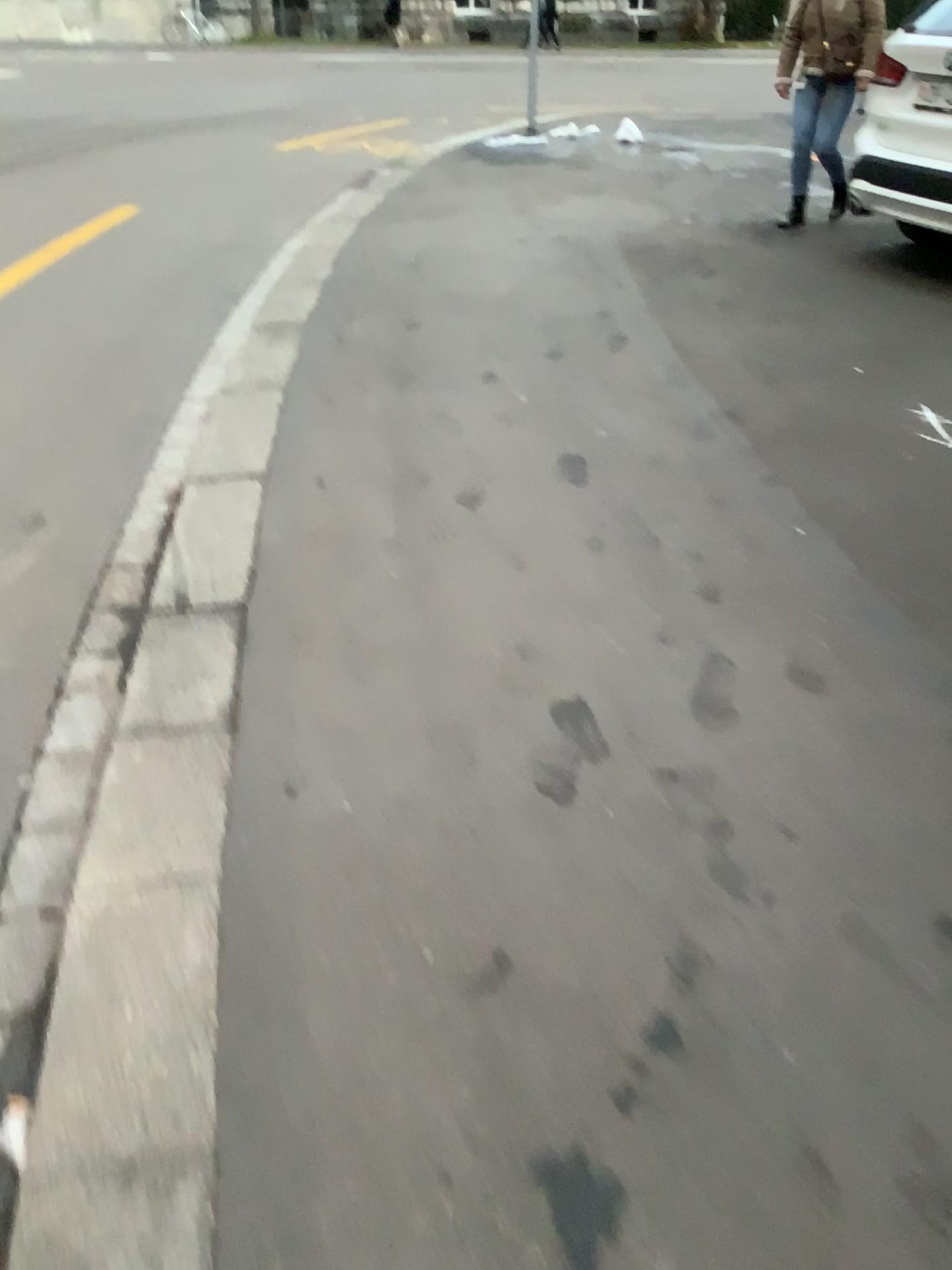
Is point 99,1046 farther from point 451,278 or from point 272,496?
point 451,278
